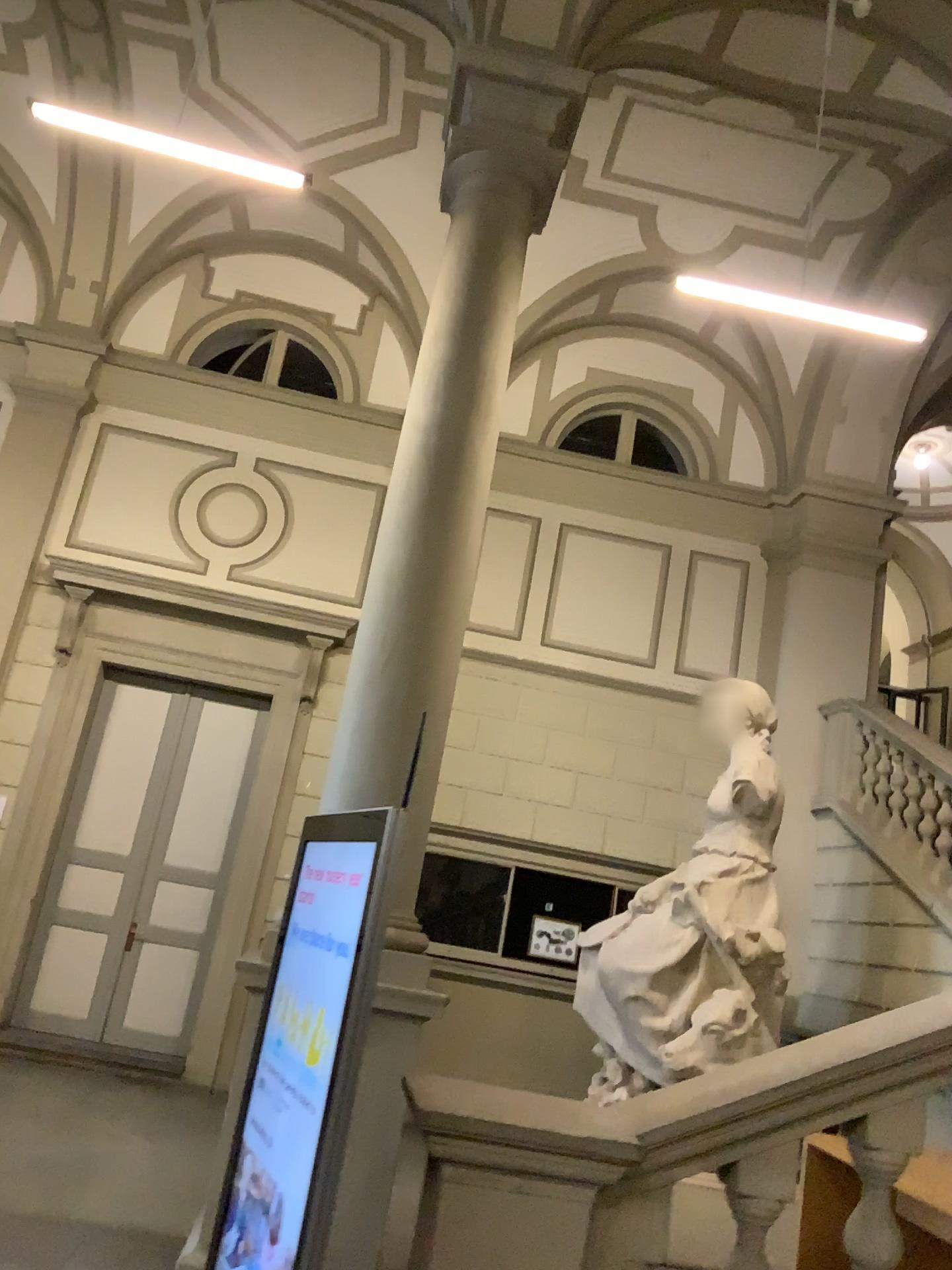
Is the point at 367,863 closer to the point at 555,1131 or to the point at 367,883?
the point at 367,883

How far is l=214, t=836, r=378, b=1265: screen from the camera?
2.0m

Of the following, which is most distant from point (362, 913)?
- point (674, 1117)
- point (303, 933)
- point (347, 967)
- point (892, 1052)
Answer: point (892, 1052)

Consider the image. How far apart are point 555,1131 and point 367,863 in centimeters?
64cm

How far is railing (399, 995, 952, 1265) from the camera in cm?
204

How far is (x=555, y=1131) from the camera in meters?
2.0 m
